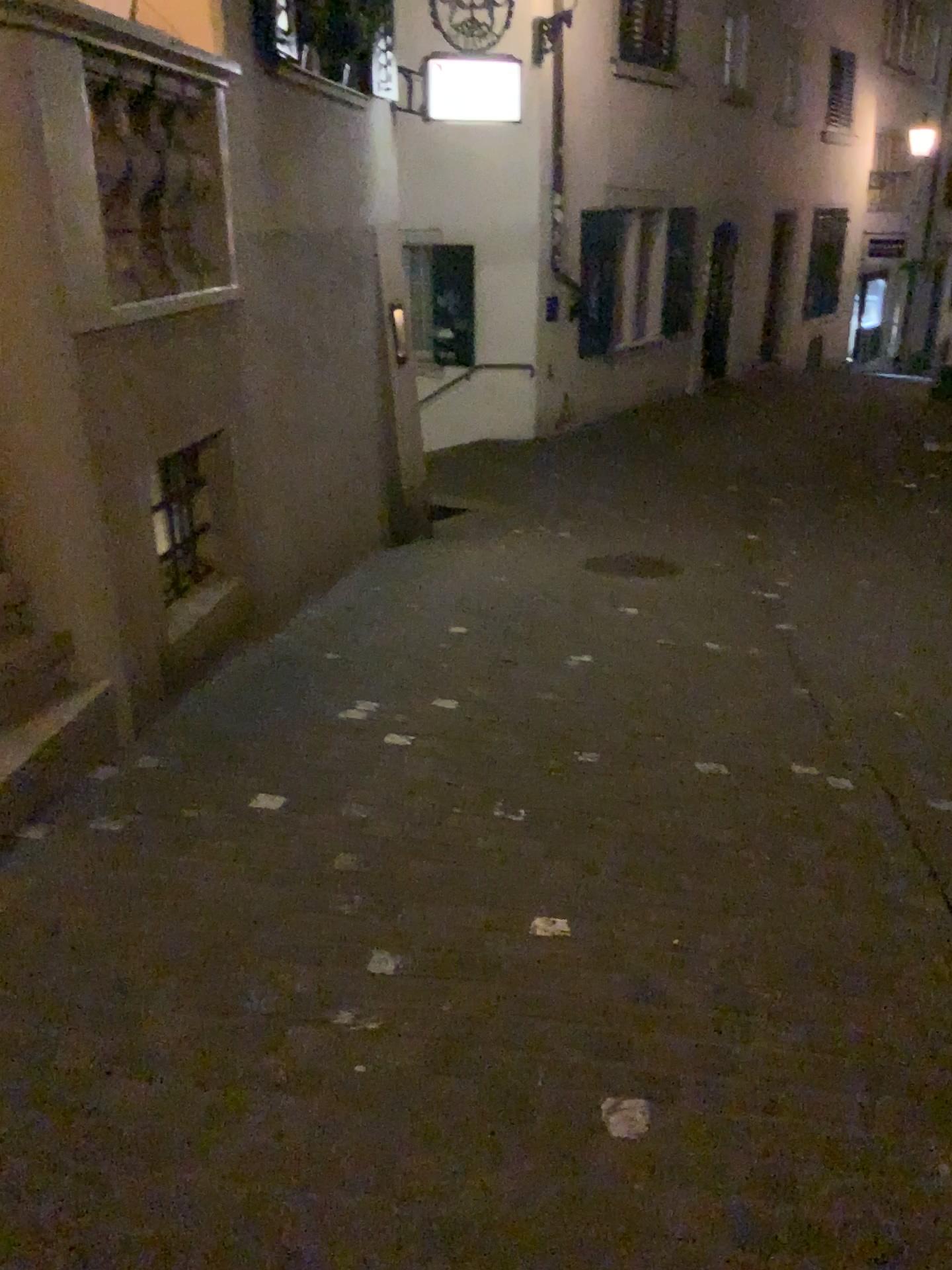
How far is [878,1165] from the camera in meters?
1.9
